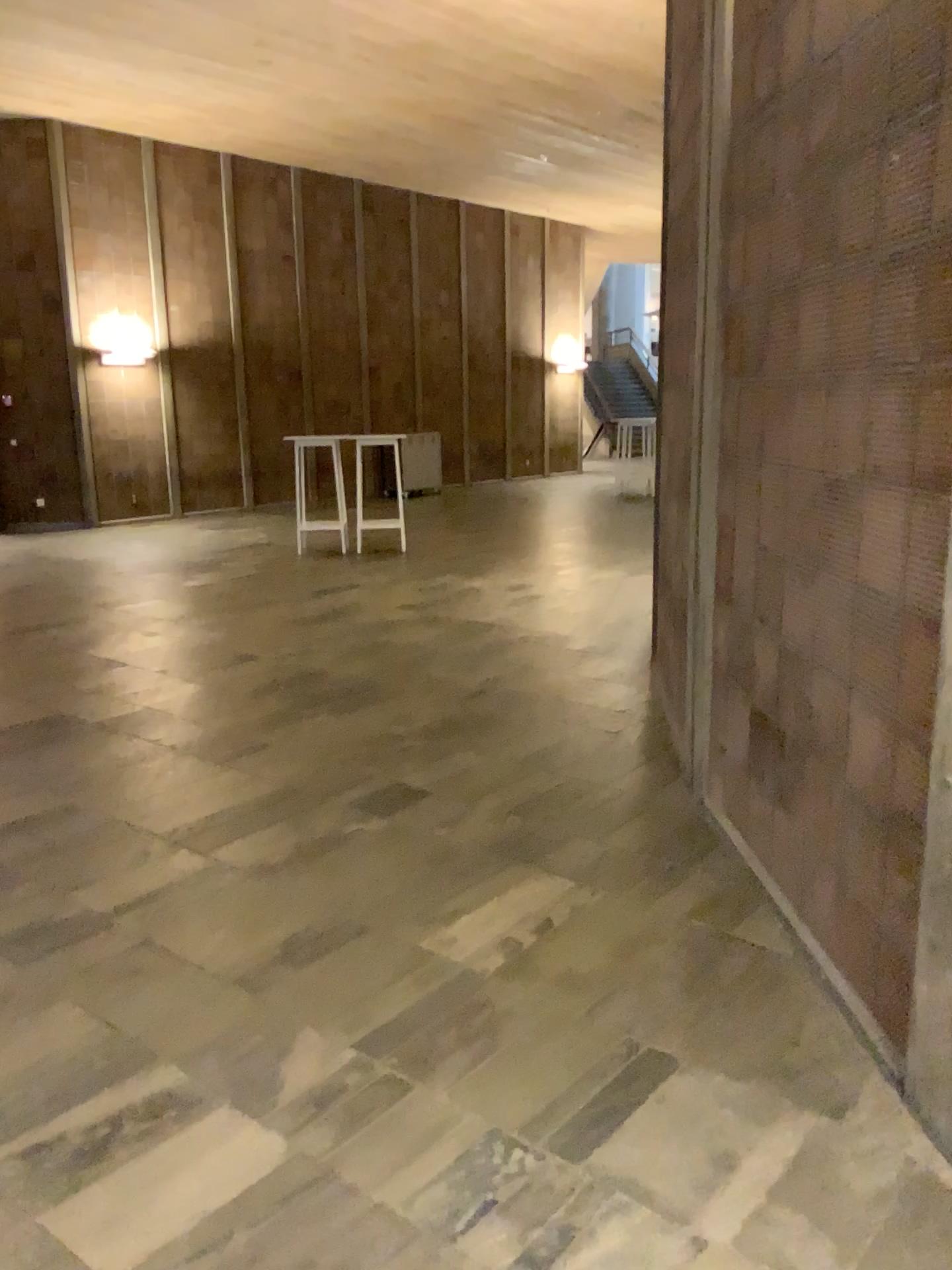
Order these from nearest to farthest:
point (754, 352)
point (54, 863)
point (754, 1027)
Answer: point (754, 1027), point (754, 352), point (54, 863)
